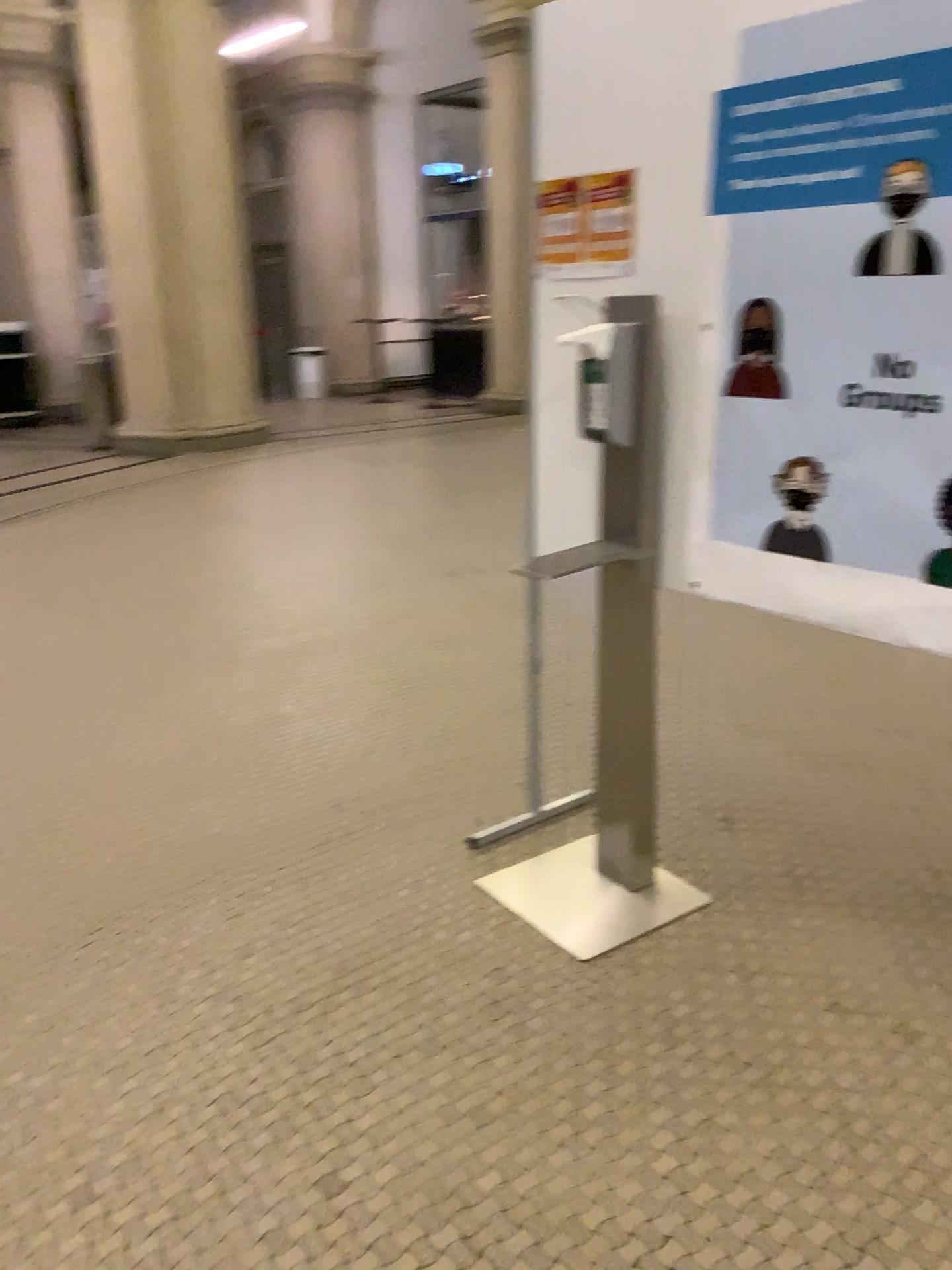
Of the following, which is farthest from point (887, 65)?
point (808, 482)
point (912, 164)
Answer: point (808, 482)

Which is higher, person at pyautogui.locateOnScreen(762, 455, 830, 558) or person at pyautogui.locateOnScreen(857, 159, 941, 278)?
person at pyautogui.locateOnScreen(857, 159, 941, 278)

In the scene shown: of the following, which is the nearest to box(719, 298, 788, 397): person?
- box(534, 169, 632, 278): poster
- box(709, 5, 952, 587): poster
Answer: box(709, 5, 952, 587): poster

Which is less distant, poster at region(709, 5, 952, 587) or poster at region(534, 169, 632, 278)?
poster at region(709, 5, 952, 587)

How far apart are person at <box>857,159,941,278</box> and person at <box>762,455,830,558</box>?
0.3 meters

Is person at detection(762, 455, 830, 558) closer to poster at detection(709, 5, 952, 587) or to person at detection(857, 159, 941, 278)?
poster at detection(709, 5, 952, 587)

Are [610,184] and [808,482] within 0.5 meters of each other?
no

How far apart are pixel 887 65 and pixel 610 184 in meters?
0.6

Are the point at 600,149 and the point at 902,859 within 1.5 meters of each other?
no

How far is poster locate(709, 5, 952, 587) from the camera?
1.69m
